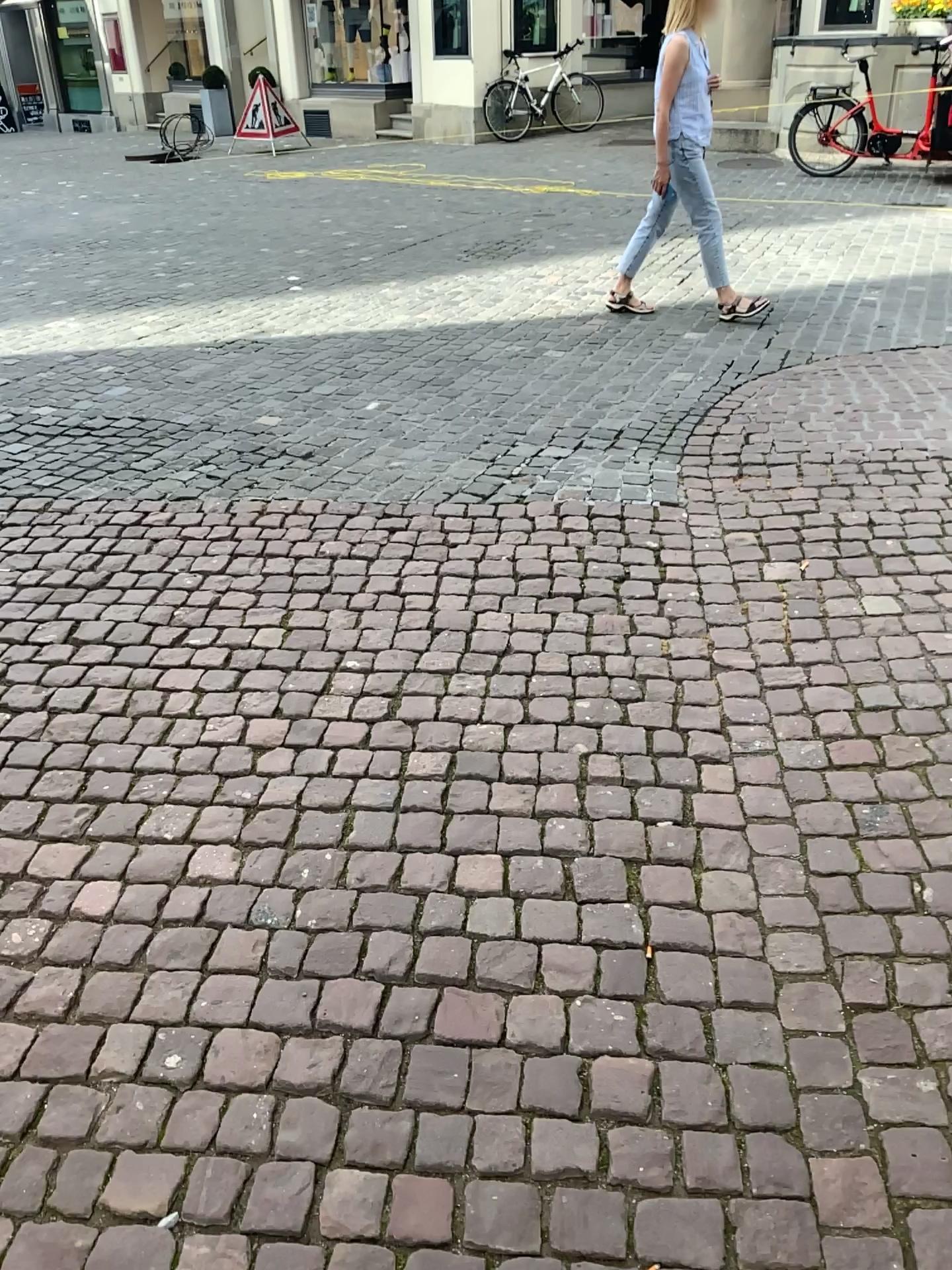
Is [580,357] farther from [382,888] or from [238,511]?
[382,888]
